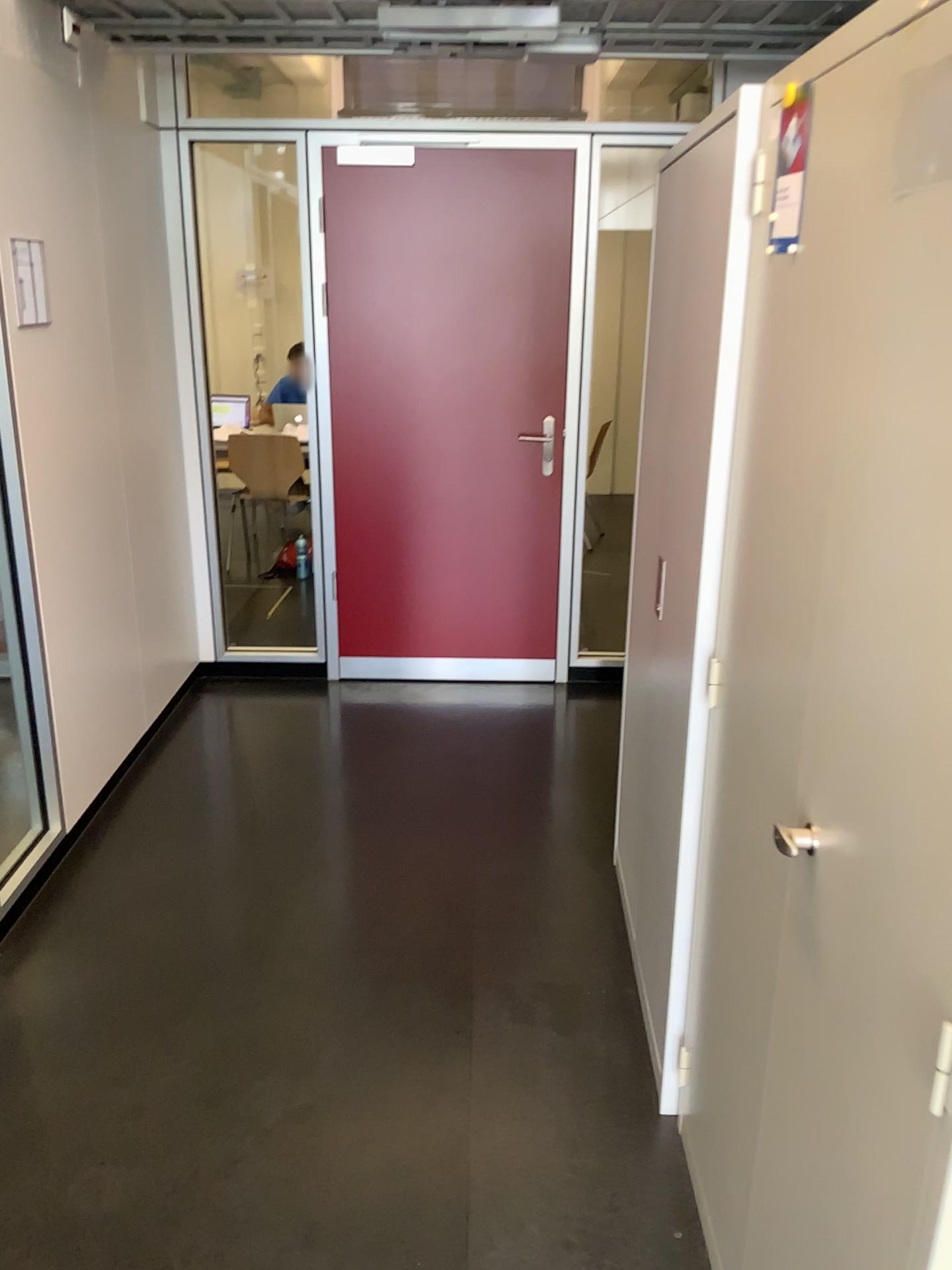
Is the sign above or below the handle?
above

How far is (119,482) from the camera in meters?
3.4

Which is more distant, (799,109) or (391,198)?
(391,198)

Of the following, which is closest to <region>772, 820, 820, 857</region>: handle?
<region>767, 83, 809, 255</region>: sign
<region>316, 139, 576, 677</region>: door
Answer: <region>767, 83, 809, 255</region>: sign

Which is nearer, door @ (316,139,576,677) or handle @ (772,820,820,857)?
handle @ (772,820,820,857)

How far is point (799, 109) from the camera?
1.4m

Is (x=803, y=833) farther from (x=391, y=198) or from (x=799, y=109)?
(x=391, y=198)

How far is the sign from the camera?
1.36m

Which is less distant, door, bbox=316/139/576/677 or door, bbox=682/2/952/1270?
door, bbox=682/2/952/1270

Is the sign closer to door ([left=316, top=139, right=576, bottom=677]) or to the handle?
the handle
